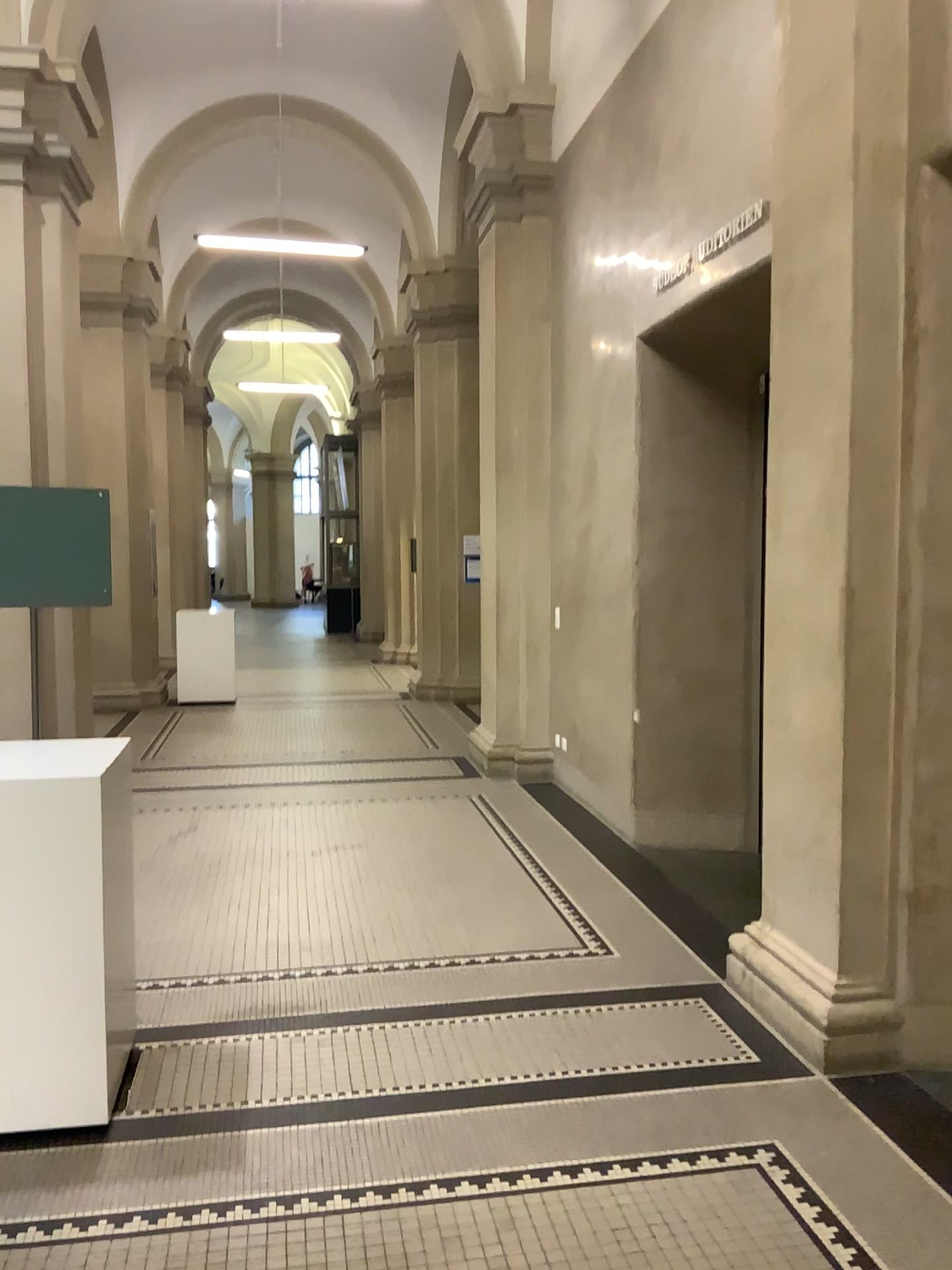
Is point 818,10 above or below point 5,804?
above

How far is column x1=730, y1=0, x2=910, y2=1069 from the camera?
3.2m

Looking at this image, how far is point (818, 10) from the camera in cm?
323

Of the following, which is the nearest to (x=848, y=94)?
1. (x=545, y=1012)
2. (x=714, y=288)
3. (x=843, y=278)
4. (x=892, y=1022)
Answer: (x=843, y=278)

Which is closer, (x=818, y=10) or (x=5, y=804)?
(x=5, y=804)

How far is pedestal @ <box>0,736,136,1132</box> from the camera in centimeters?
285cm

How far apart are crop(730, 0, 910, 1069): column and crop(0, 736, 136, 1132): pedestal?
2.0 meters

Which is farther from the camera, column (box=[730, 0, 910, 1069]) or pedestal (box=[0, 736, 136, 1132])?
column (box=[730, 0, 910, 1069])
